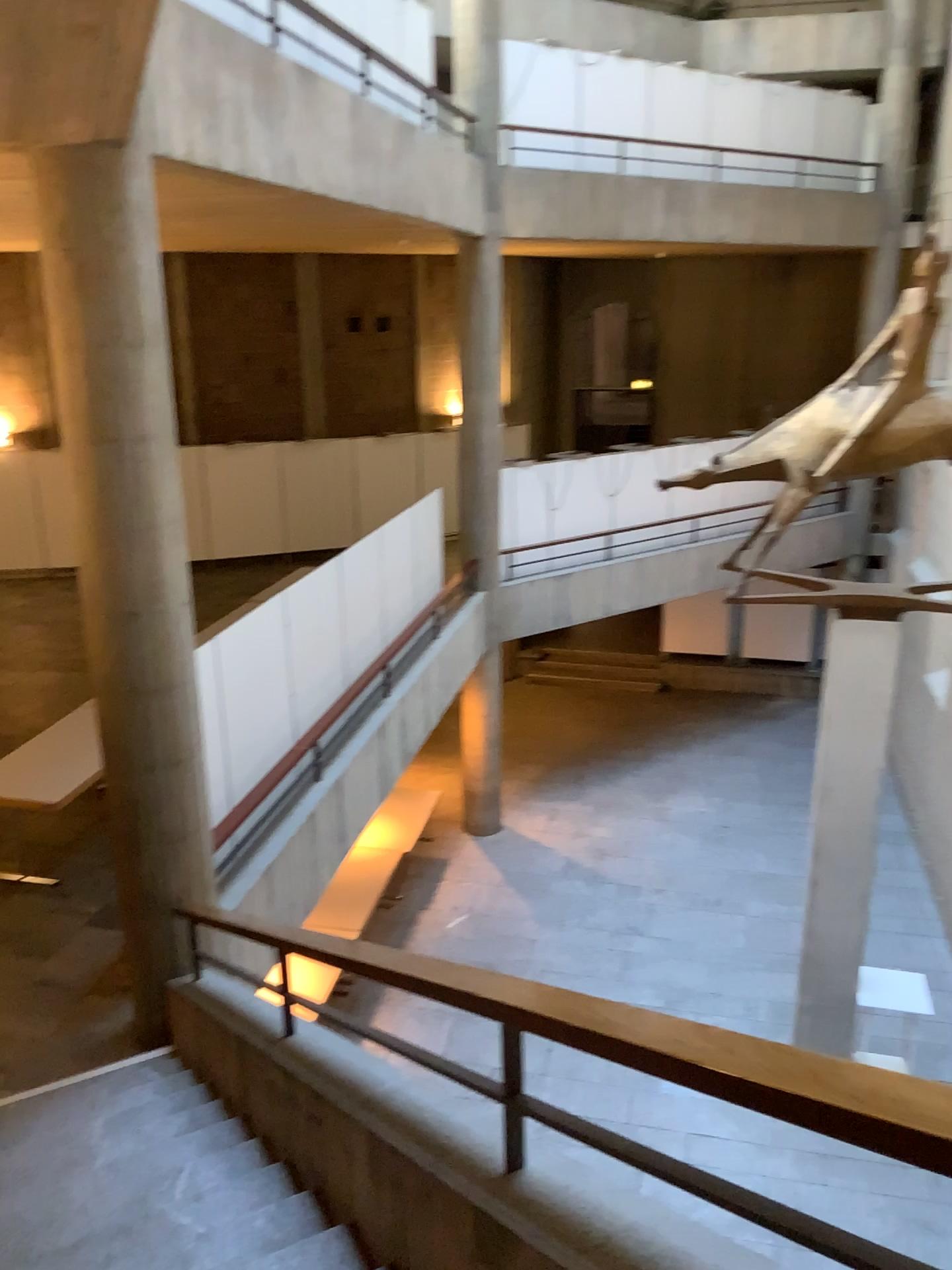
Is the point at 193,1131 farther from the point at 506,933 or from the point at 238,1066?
the point at 506,933
